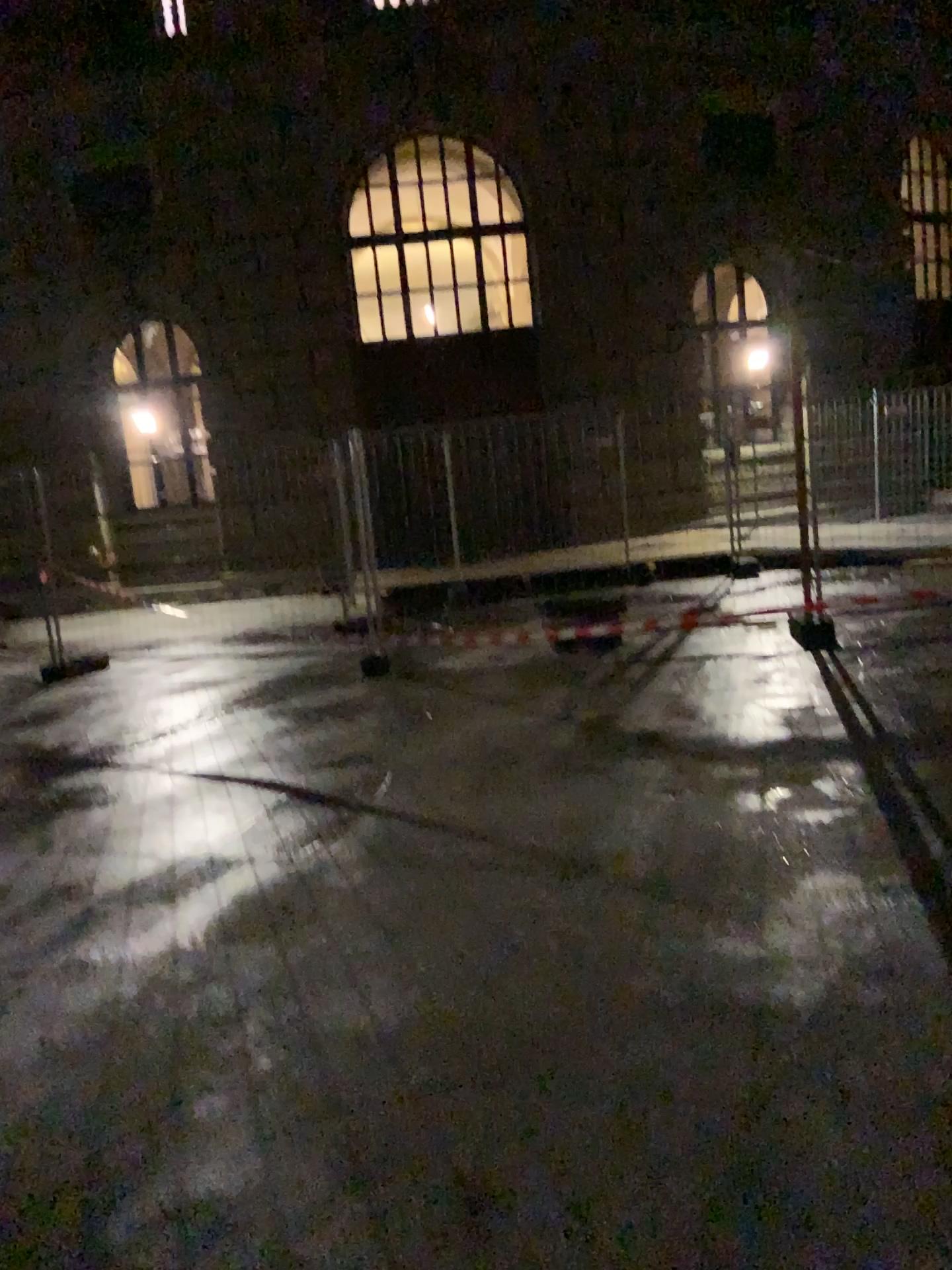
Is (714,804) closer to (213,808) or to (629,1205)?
(213,808)
